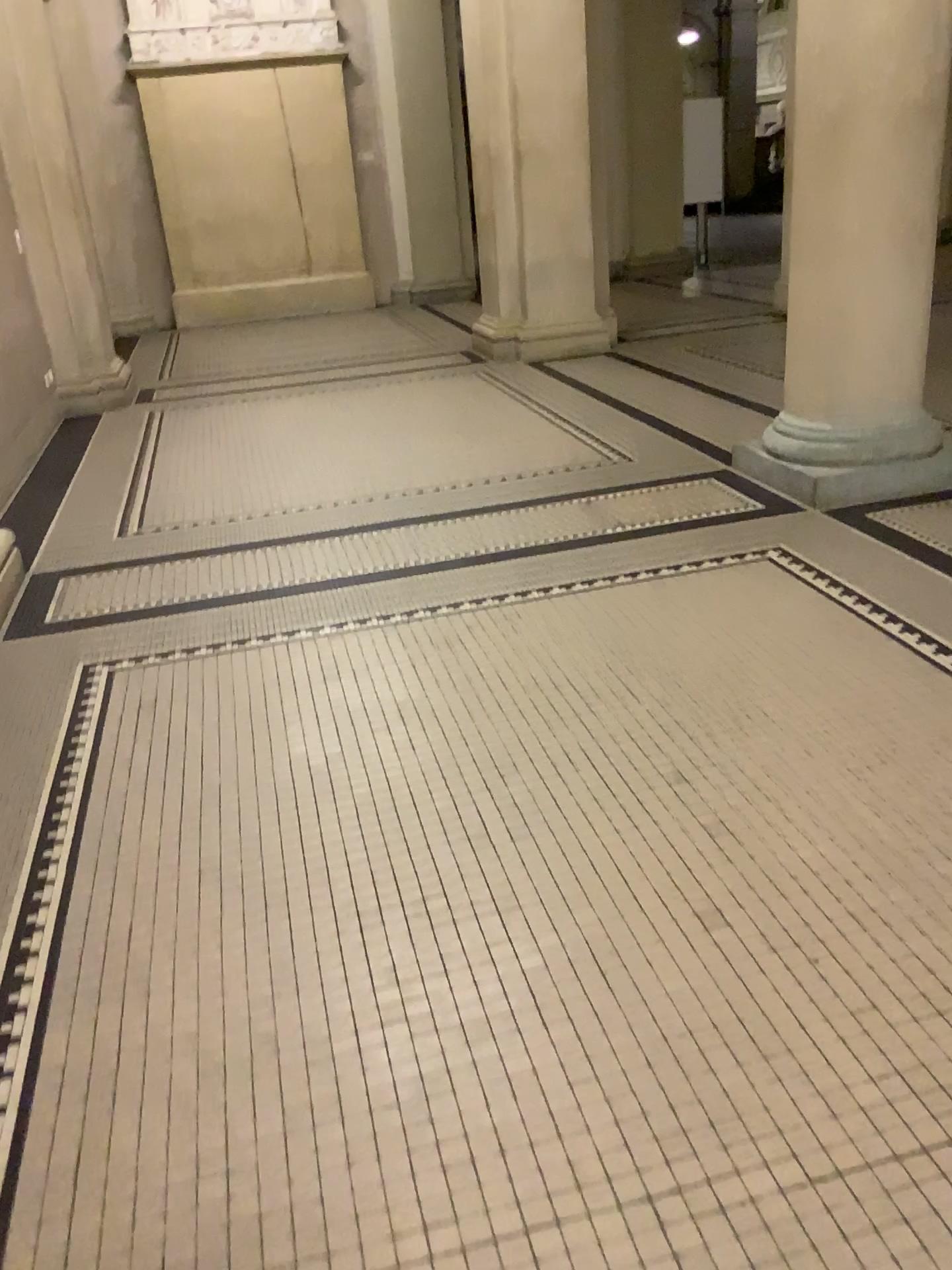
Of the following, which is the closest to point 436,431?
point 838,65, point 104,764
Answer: point 838,65

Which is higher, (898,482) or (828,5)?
(828,5)

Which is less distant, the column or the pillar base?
the column

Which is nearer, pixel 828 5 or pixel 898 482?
pixel 828 5
